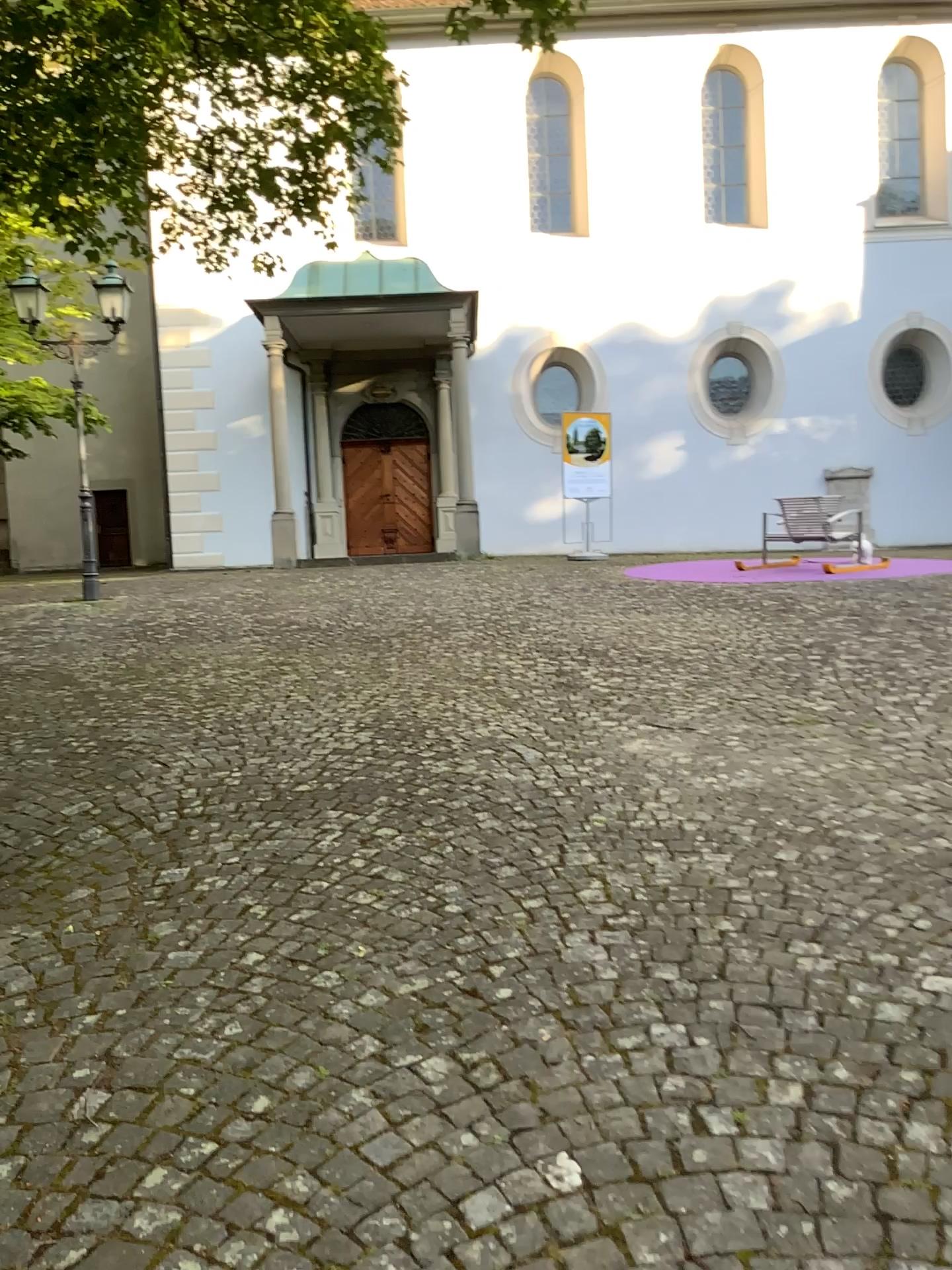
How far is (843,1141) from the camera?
1.9 meters
